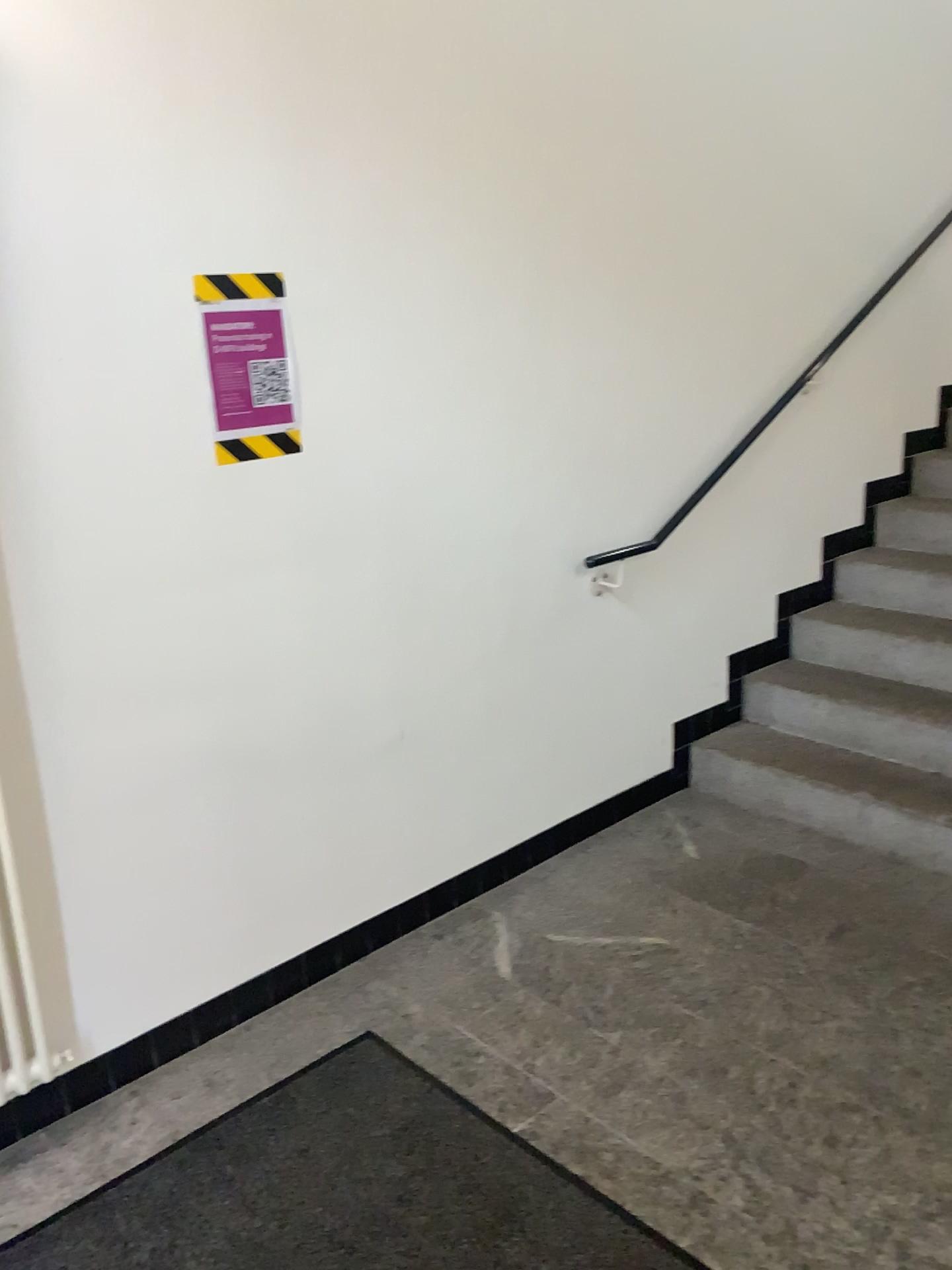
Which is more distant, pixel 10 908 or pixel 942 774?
pixel 942 774

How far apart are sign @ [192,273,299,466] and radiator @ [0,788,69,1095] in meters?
0.9 m

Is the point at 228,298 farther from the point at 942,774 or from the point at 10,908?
the point at 942,774

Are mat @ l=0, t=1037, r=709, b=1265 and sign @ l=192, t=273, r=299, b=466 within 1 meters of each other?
no

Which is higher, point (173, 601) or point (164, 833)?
point (173, 601)

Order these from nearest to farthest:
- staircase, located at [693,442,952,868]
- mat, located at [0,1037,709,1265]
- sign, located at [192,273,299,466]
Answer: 1. mat, located at [0,1037,709,1265]
2. sign, located at [192,273,299,466]
3. staircase, located at [693,442,952,868]

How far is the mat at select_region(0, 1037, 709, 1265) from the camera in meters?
1.8

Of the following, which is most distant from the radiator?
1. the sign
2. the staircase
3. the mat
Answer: the staircase

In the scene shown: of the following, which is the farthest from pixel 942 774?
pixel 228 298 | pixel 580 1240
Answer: pixel 228 298

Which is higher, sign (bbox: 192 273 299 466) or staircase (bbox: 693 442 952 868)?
sign (bbox: 192 273 299 466)
